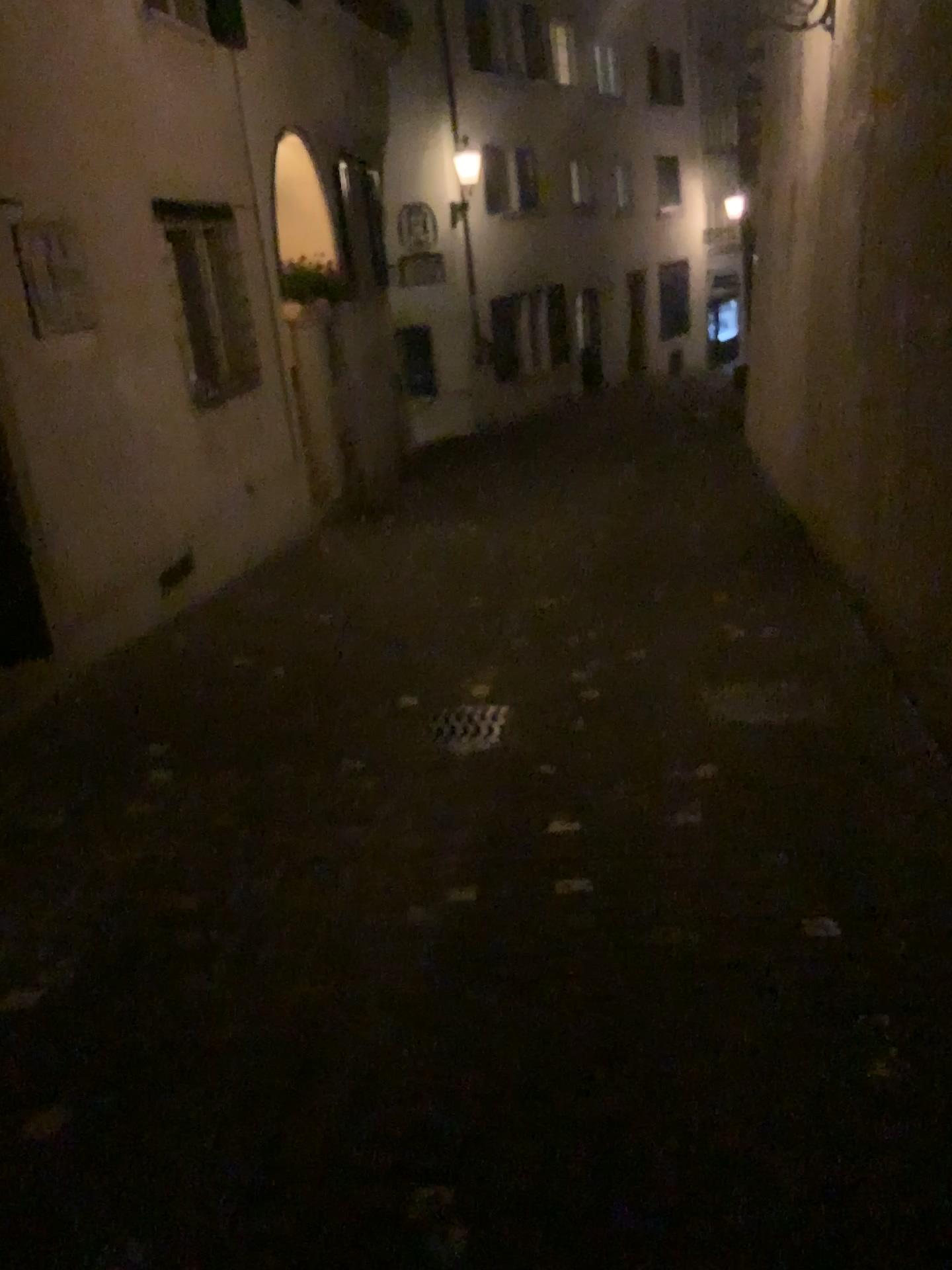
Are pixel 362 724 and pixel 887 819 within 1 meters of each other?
no
